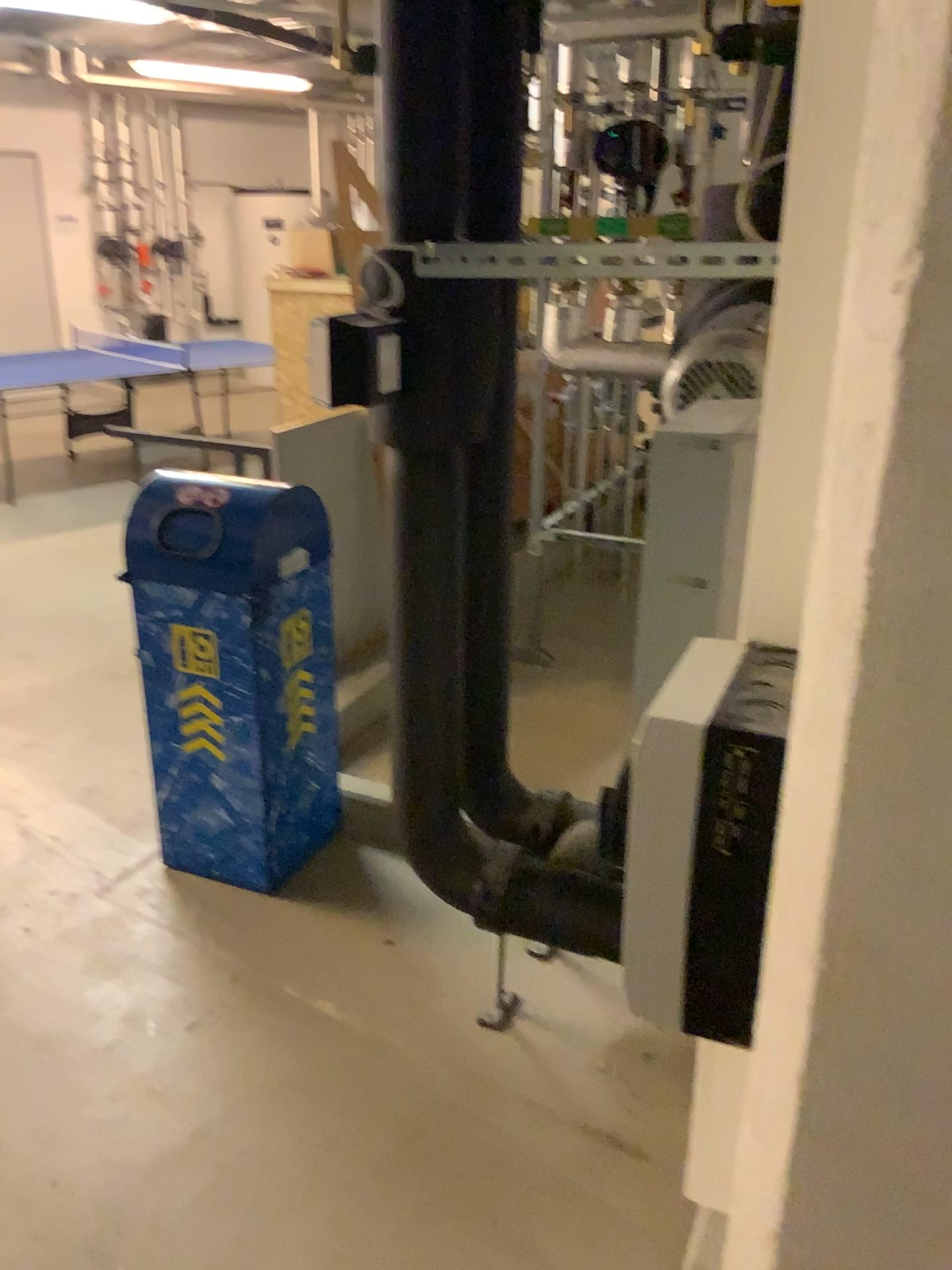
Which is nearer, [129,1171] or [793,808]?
[793,808]

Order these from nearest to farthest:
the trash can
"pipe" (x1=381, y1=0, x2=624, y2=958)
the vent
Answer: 1. the vent
2. "pipe" (x1=381, y1=0, x2=624, y2=958)
3. the trash can

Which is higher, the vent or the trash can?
the vent

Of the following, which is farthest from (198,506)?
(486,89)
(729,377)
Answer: (729,377)

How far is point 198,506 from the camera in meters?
2.6

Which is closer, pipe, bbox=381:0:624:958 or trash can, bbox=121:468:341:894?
pipe, bbox=381:0:624:958

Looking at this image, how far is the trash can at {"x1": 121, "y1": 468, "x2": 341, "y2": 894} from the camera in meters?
2.6 m

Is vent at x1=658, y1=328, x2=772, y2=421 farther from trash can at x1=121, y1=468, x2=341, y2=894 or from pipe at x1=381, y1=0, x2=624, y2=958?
trash can at x1=121, y1=468, x2=341, y2=894

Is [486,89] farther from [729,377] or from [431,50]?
[729,377]

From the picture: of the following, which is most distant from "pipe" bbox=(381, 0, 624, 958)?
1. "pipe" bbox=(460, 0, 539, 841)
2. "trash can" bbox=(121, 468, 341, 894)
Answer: "trash can" bbox=(121, 468, 341, 894)
